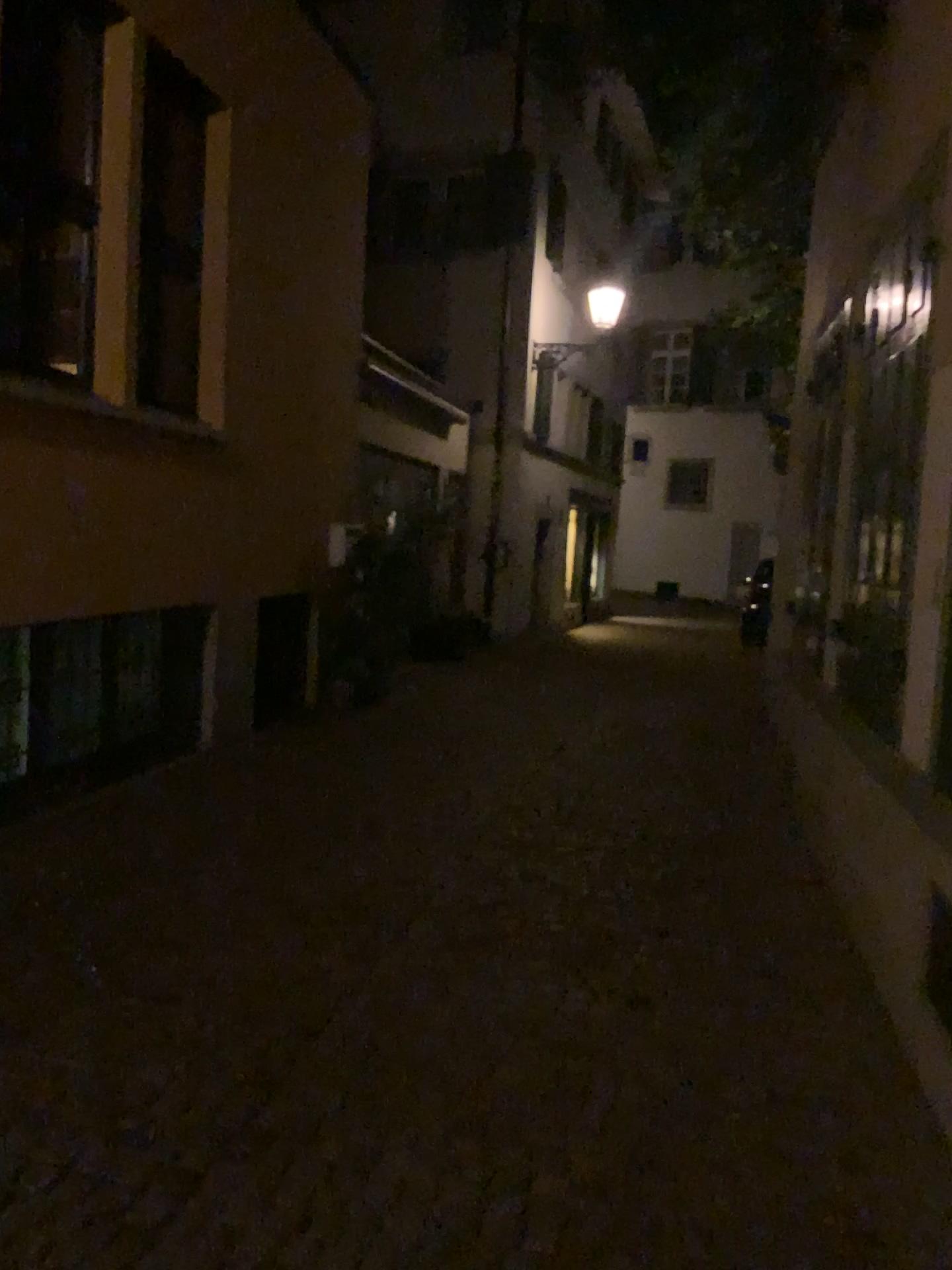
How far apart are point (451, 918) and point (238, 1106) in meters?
1.6 m
